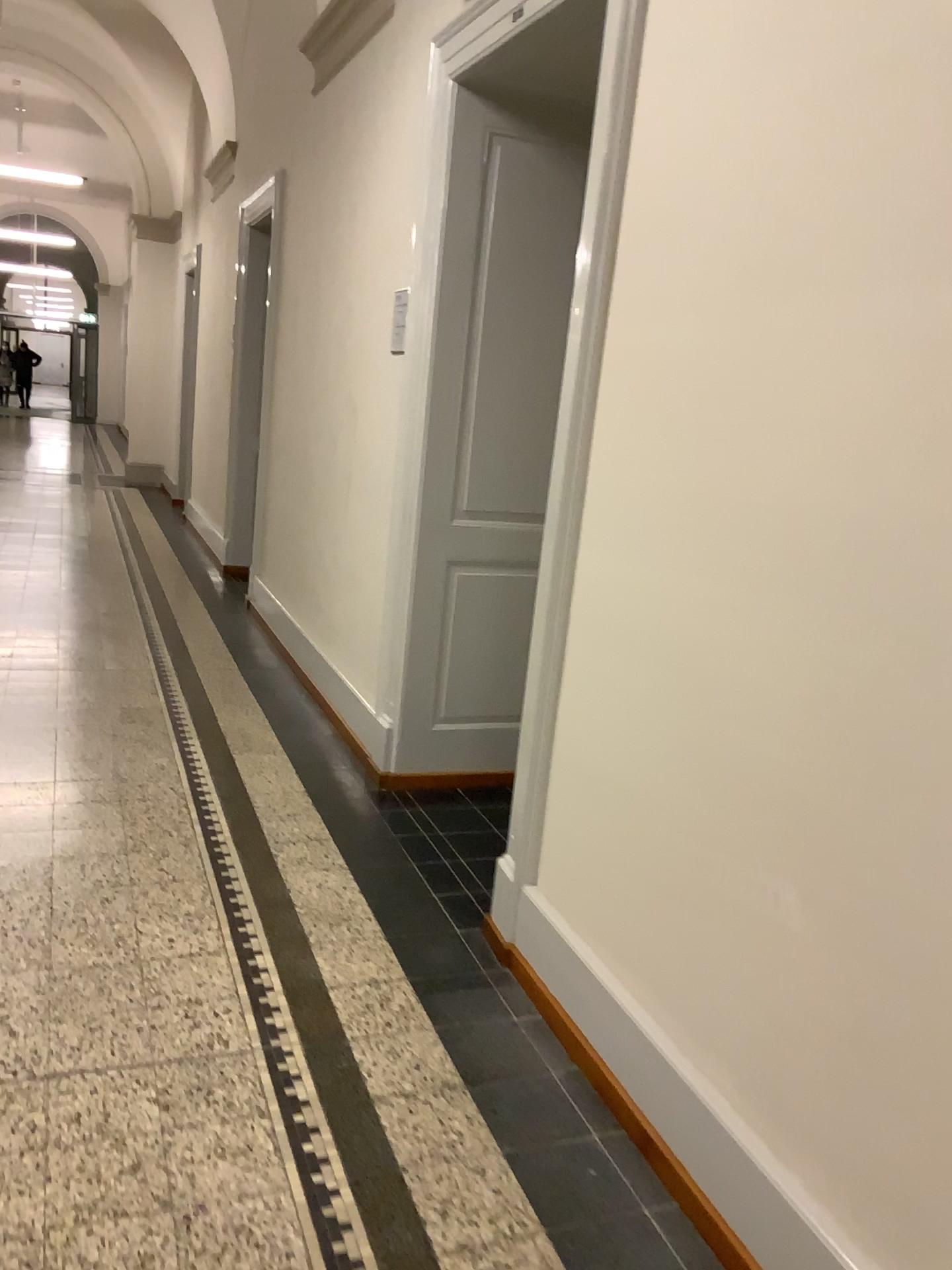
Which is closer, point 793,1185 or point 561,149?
point 793,1185

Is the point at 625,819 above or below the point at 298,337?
below

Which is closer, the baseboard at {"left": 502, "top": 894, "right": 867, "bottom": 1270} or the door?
the baseboard at {"left": 502, "top": 894, "right": 867, "bottom": 1270}

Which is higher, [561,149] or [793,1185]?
[561,149]
